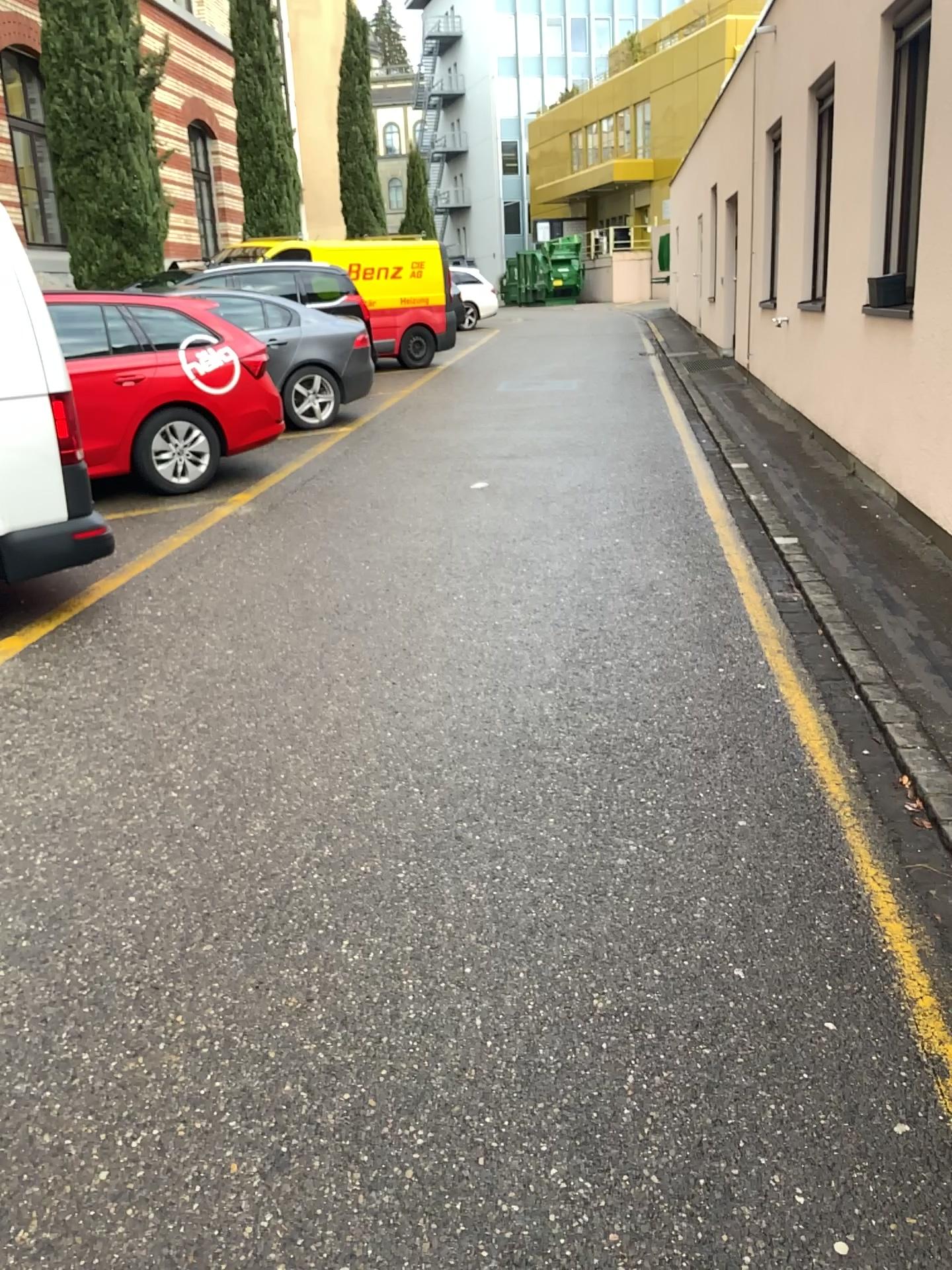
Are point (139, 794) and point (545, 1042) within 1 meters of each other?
no
